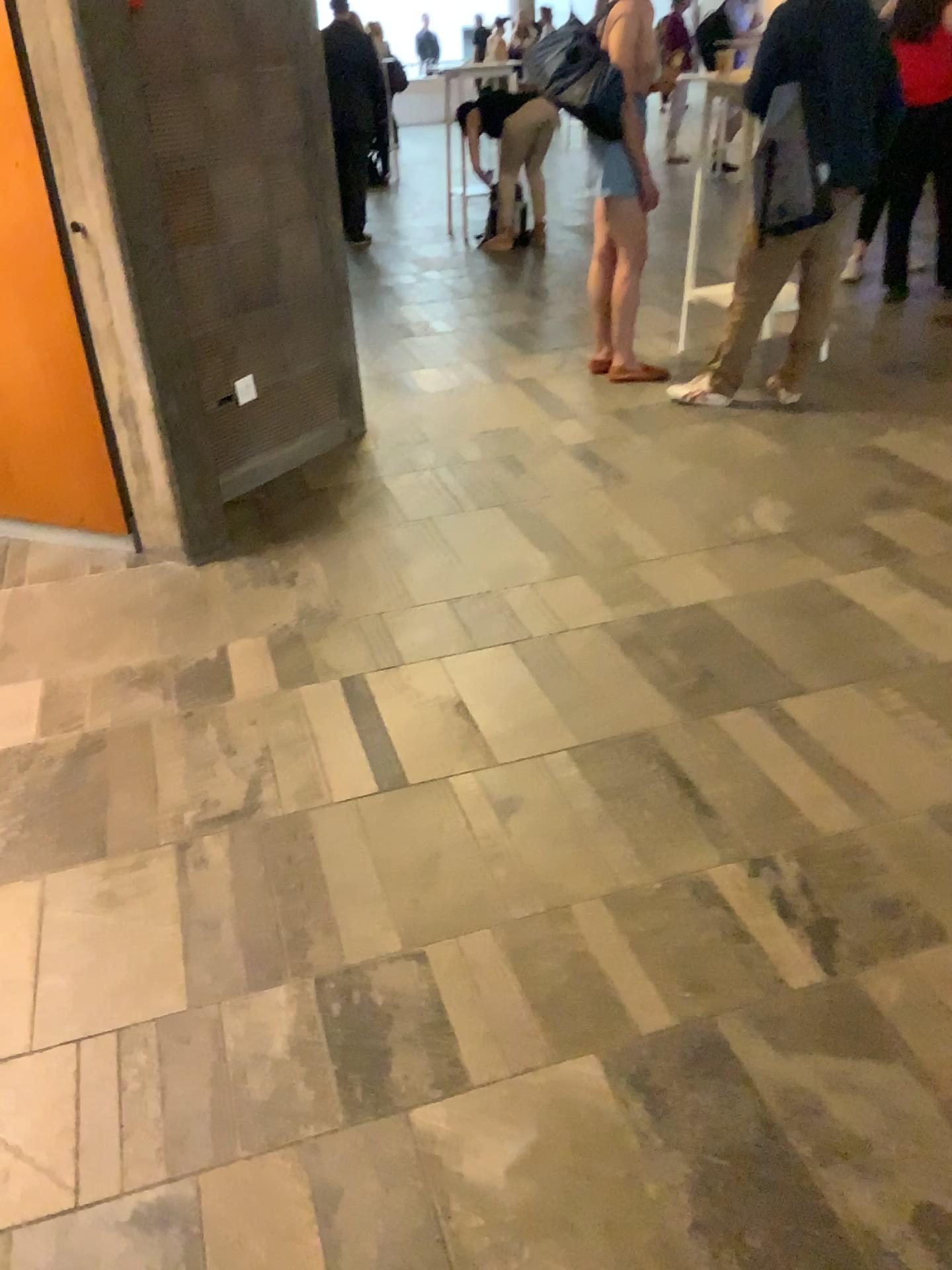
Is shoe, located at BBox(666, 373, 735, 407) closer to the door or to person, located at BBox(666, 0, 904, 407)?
person, located at BBox(666, 0, 904, 407)

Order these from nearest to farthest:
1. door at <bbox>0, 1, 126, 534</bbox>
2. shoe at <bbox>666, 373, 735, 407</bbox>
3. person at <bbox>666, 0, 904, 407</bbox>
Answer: door at <bbox>0, 1, 126, 534</bbox>, person at <bbox>666, 0, 904, 407</bbox>, shoe at <bbox>666, 373, 735, 407</bbox>

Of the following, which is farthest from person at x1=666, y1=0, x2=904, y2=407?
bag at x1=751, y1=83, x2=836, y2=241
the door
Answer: the door

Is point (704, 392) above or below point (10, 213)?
below

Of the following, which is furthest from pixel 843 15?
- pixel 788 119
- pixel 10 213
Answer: pixel 10 213

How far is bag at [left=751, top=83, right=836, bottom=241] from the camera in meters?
3.8 m

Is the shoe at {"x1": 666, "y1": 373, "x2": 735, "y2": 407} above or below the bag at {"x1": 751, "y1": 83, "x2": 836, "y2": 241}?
below

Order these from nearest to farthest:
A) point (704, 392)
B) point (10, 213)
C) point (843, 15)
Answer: point (10, 213) → point (843, 15) → point (704, 392)

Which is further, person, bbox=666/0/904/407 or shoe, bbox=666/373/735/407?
shoe, bbox=666/373/735/407

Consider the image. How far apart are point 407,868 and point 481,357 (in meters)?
3.55
